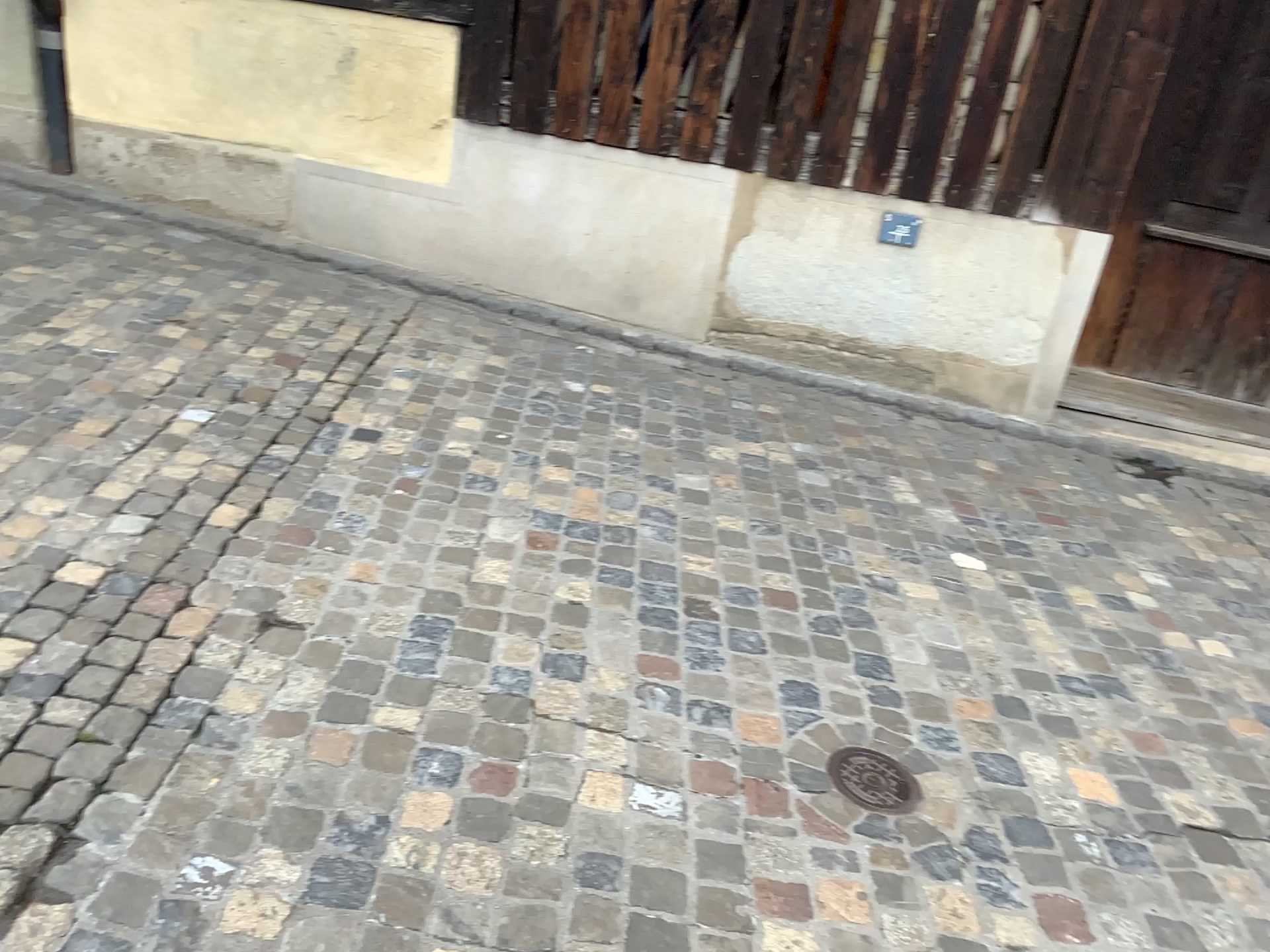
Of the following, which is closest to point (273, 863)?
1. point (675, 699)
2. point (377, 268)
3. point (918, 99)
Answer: point (675, 699)

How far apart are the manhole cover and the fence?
2.65m

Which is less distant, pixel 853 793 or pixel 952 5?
pixel 853 793

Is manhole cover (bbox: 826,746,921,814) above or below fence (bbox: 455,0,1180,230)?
below

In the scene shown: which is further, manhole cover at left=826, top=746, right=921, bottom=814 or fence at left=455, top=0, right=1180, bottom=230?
fence at left=455, top=0, right=1180, bottom=230

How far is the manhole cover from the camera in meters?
2.1

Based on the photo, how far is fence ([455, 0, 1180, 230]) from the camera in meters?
3.9 m

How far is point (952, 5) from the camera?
3.9m

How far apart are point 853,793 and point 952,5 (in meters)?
3.08
